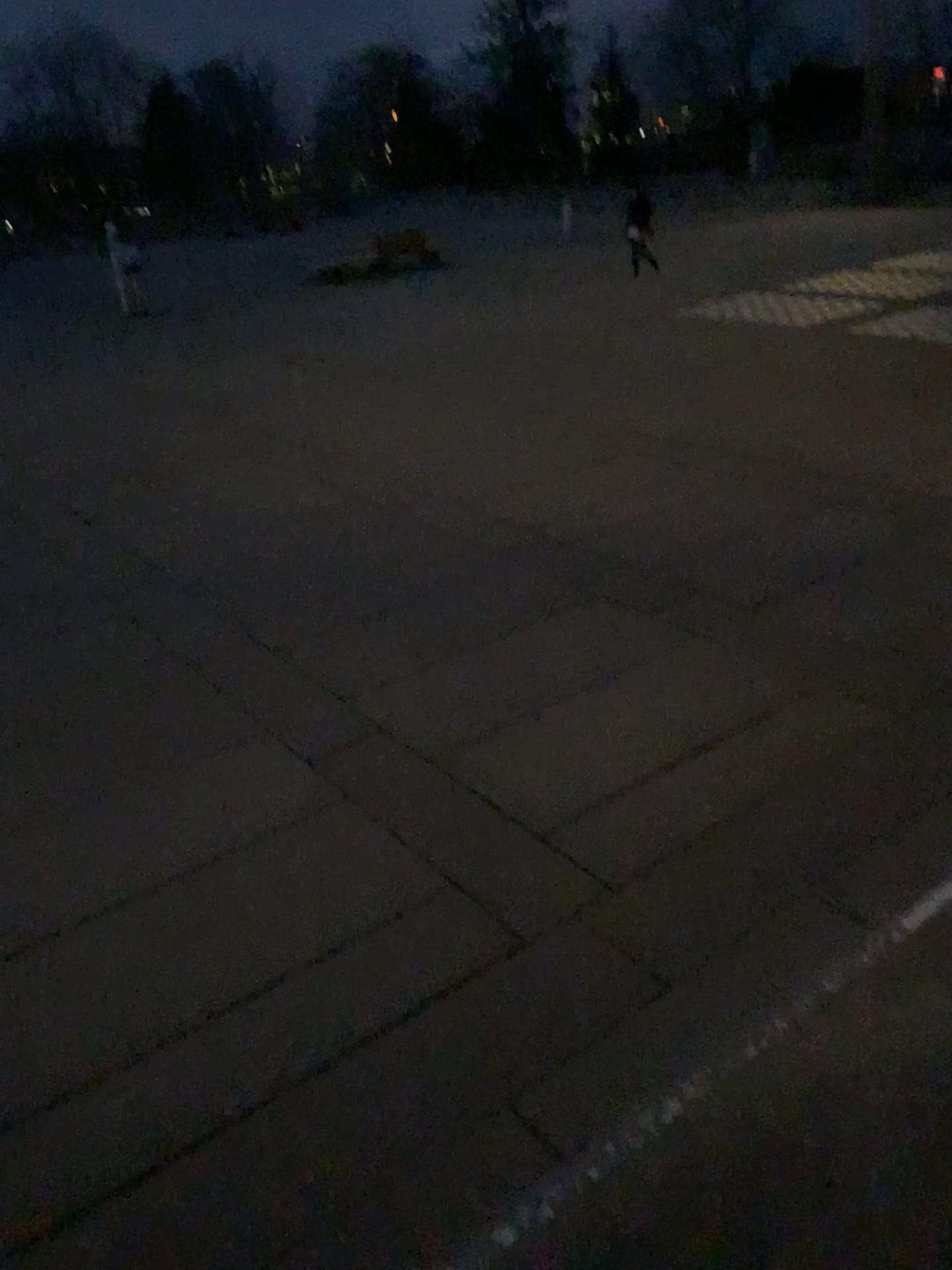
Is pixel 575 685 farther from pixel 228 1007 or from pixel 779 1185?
pixel 779 1185
